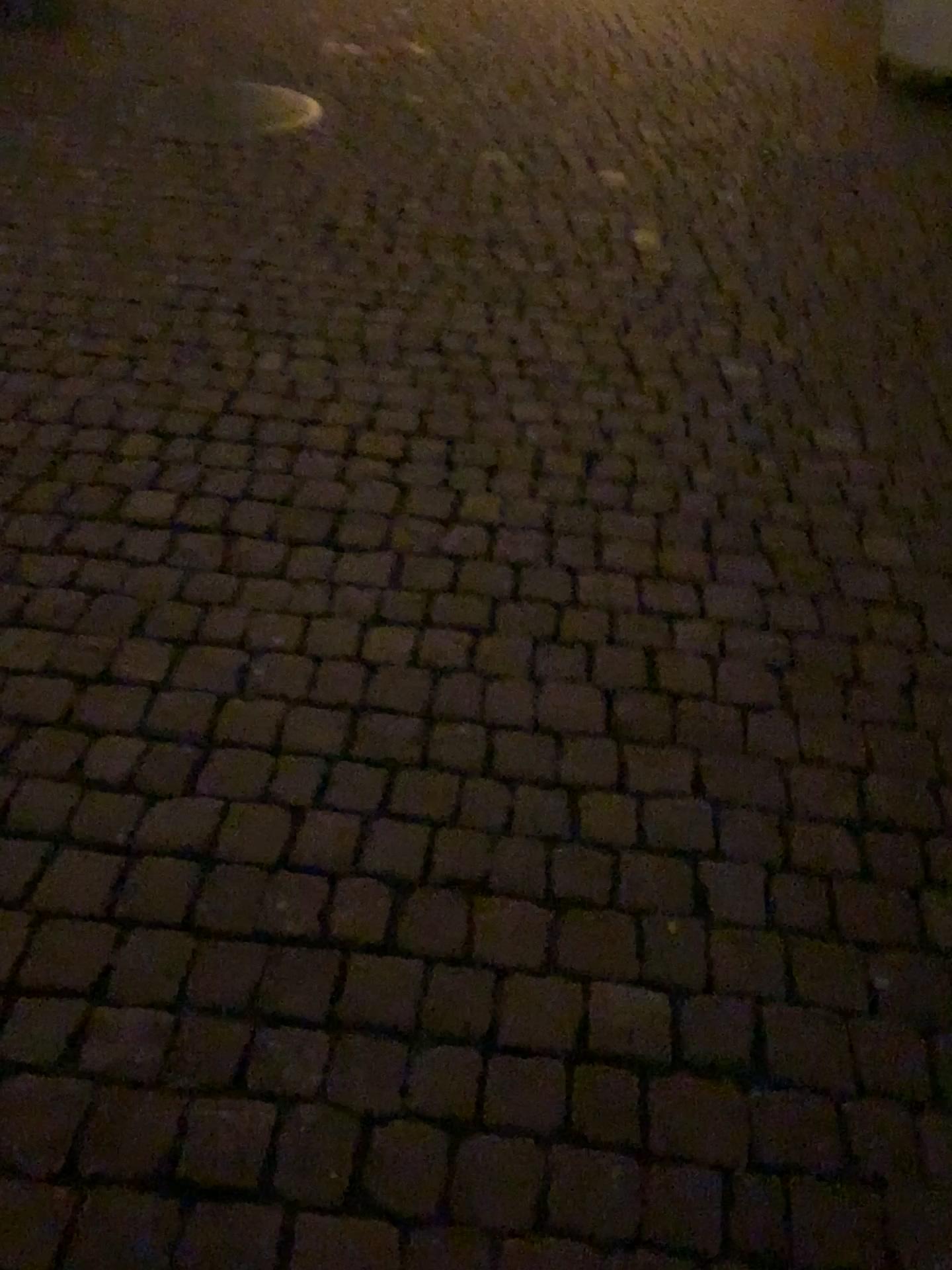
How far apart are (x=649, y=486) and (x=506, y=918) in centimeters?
108cm
